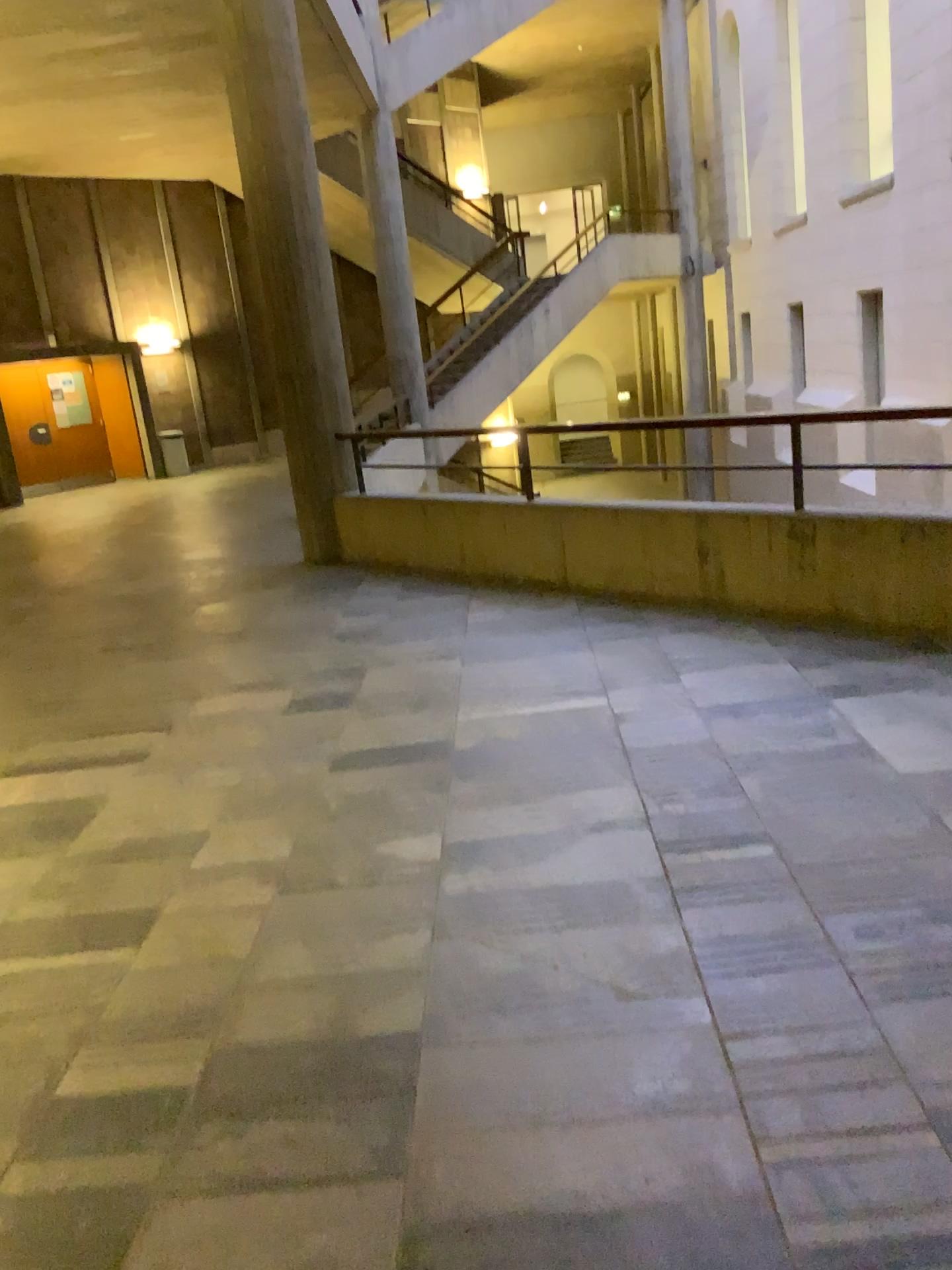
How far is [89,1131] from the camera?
2.0m
